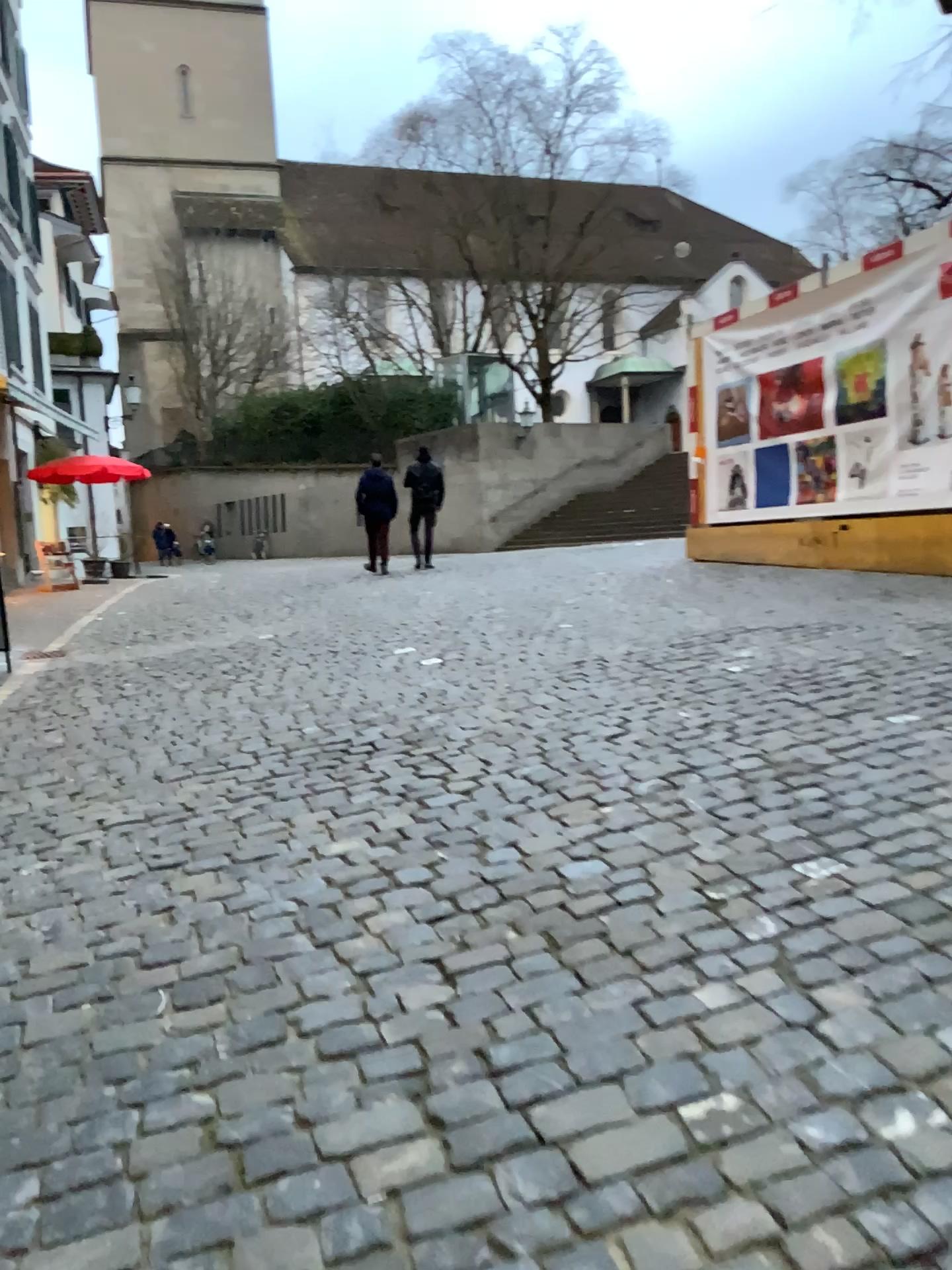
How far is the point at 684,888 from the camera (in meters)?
3.03
